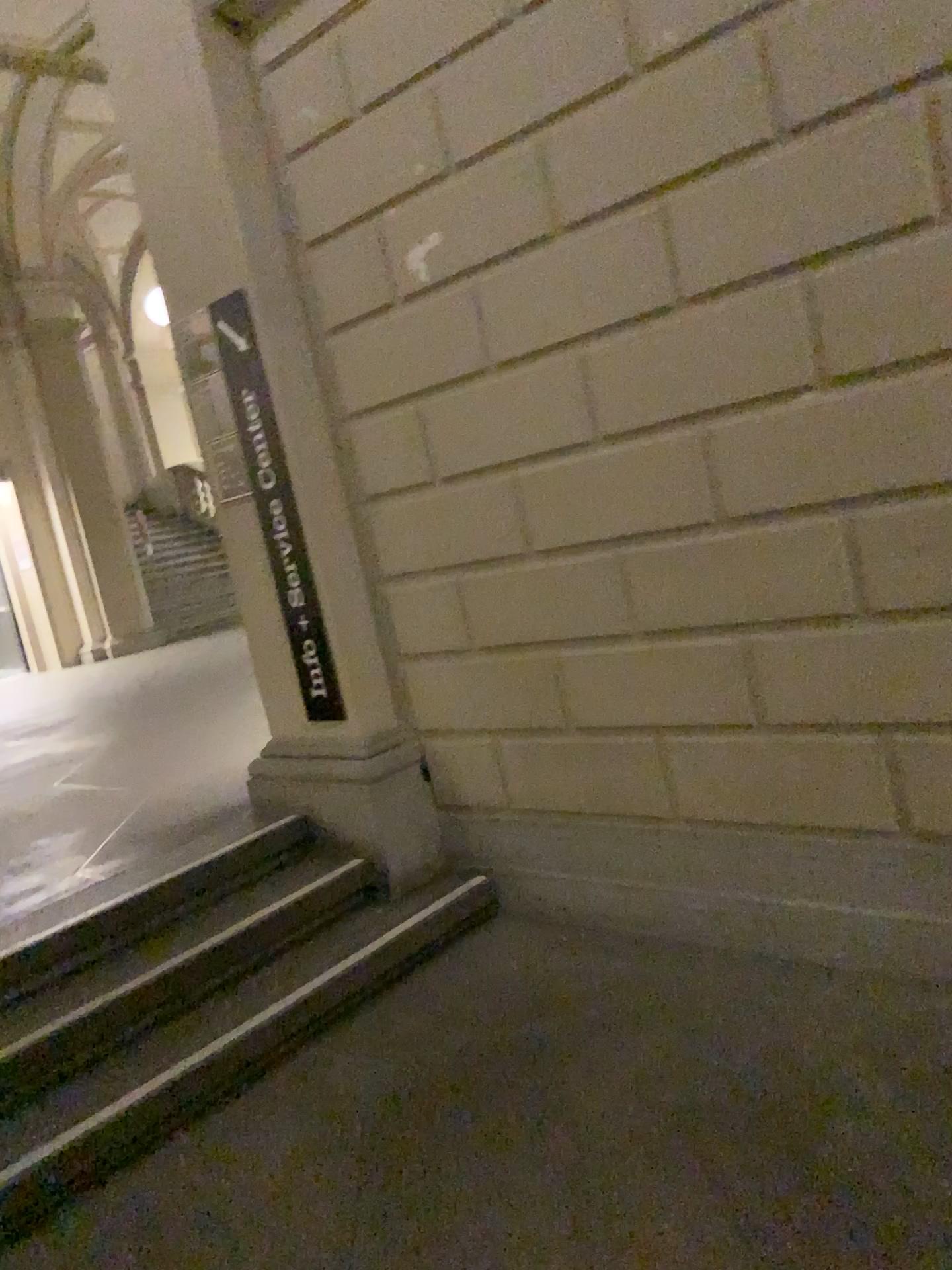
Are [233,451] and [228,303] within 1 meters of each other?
yes

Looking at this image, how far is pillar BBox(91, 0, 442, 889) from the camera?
3.5 meters

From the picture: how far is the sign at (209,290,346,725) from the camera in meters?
3.6 m

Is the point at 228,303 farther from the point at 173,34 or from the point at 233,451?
the point at 173,34

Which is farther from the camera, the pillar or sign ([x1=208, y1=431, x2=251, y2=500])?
sign ([x1=208, y1=431, x2=251, y2=500])

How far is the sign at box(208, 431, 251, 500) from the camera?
3.8 meters

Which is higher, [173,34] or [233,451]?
[173,34]

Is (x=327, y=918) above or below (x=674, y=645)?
below
